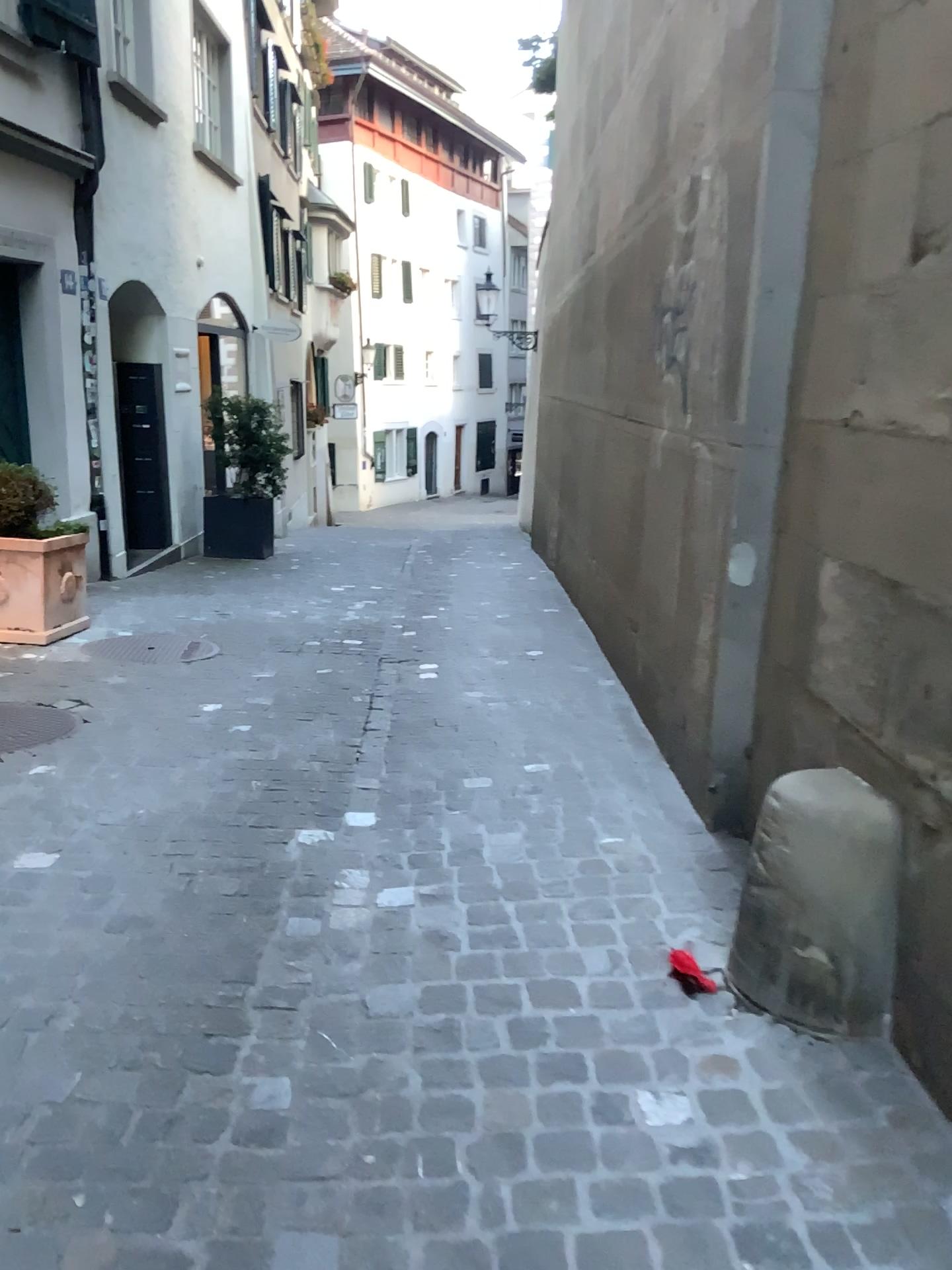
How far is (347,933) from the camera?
2.6 meters

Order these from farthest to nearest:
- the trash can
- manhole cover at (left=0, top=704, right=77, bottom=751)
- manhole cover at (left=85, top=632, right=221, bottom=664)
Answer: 1. manhole cover at (left=85, top=632, right=221, bottom=664)
2. manhole cover at (left=0, top=704, right=77, bottom=751)
3. the trash can

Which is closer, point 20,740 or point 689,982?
point 689,982

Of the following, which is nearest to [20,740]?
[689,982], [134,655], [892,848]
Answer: [134,655]

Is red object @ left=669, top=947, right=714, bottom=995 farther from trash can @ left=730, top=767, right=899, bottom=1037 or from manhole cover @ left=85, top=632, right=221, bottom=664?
manhole cover @ left=85, top=632, right=221, bottom=664

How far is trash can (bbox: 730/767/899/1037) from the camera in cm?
212

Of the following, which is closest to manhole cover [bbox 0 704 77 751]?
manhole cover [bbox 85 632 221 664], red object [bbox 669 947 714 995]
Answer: manhole cover [bbox 85 632 221 664]

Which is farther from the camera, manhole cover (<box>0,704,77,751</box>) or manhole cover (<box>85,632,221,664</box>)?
manhole cover (<box>85,632,221,664</box>)

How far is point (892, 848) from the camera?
2.12m

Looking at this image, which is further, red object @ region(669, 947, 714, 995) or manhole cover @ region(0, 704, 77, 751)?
manhole cover @ region(0, 704, 77, 751)
